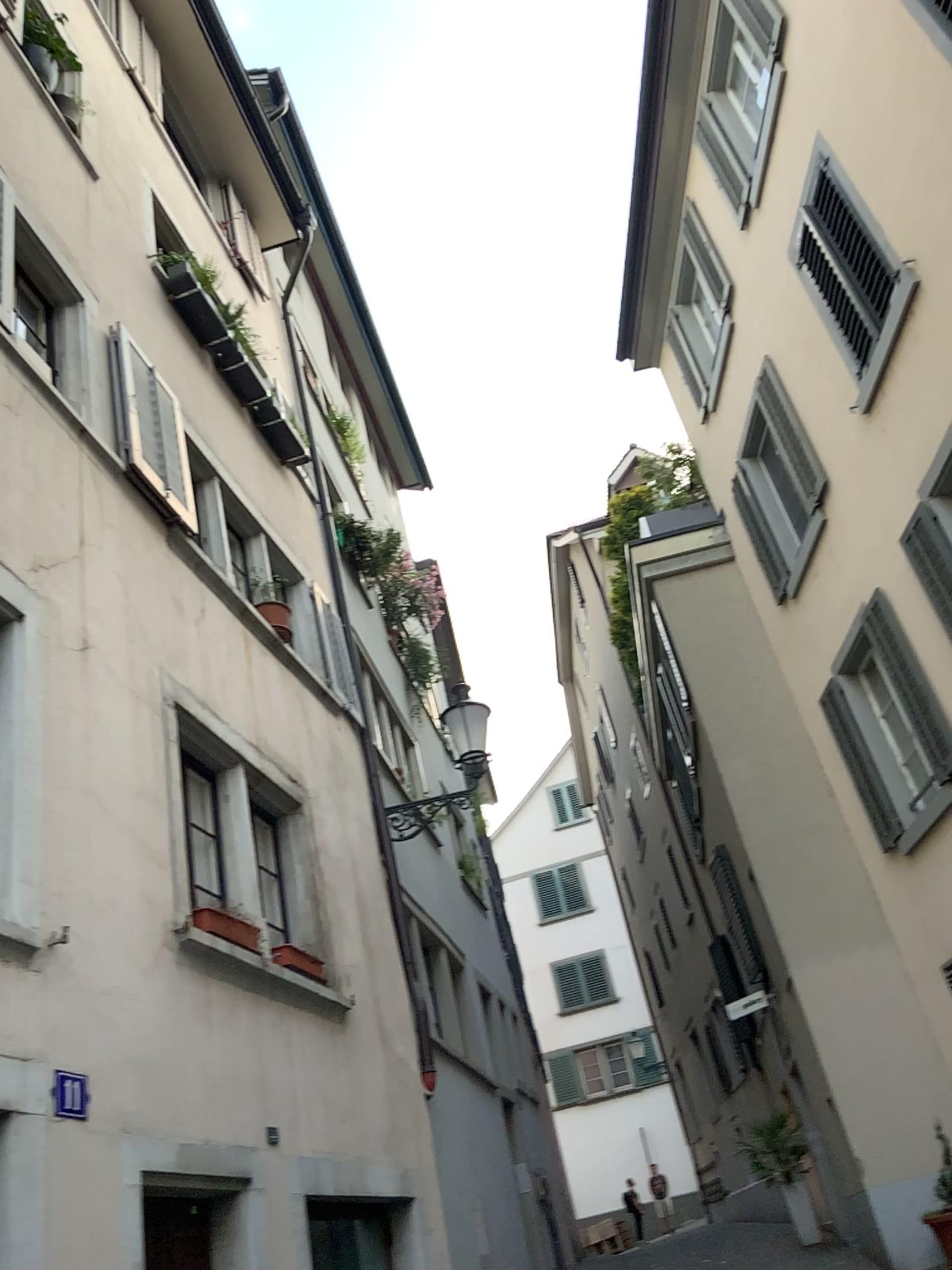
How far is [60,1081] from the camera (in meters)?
3.71

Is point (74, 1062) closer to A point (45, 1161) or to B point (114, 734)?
A point (45, 1161)

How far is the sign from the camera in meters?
3.7 m
